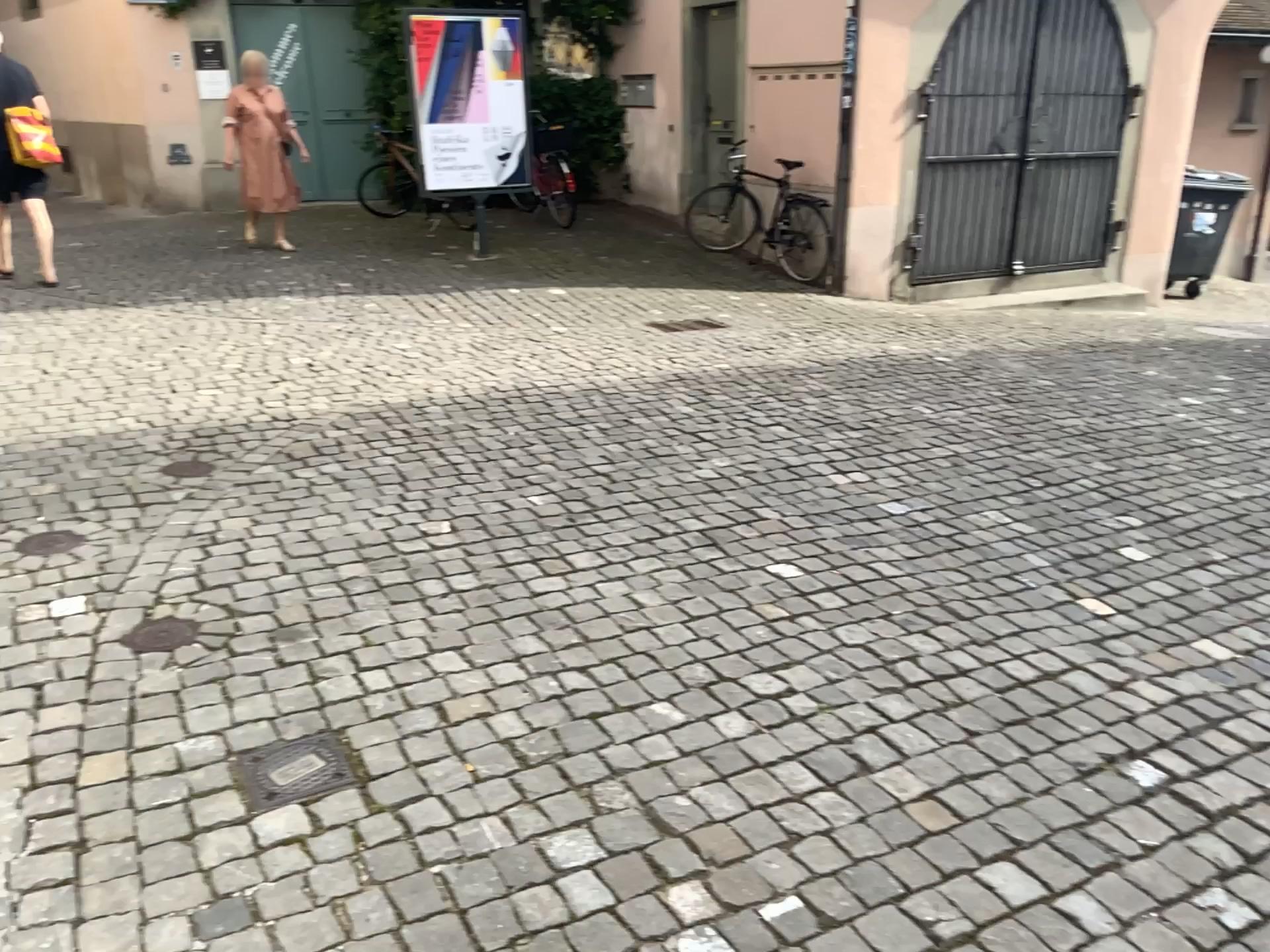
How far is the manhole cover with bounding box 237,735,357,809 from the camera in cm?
221

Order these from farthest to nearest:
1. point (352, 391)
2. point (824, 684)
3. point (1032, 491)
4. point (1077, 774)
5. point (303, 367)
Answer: point (303, 367) < point (352, 391) < point (1032, 491) < point (824, 684) < point (1077, 774)

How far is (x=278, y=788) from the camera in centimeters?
221cm
